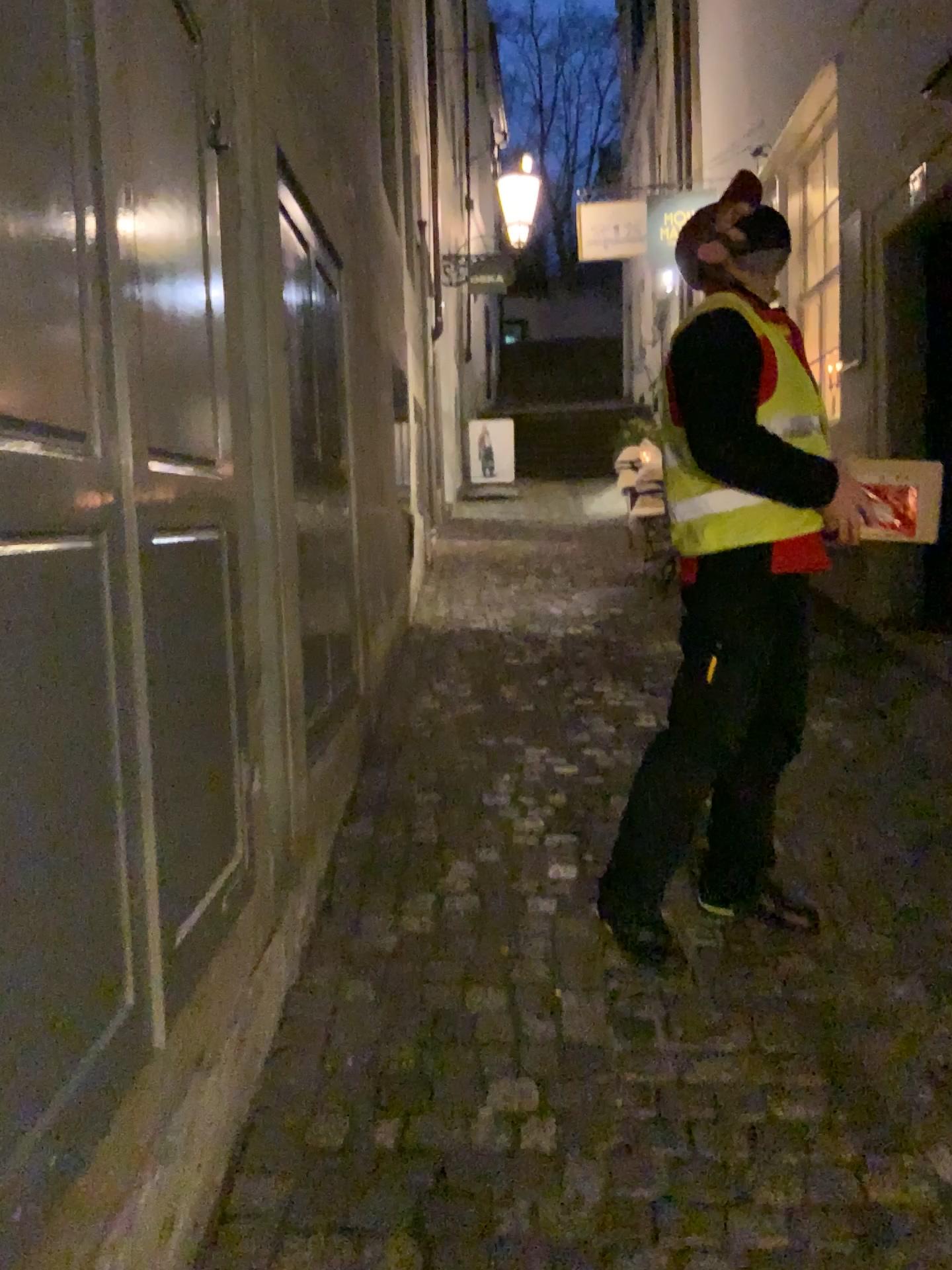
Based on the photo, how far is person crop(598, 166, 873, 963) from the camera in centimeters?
223cm

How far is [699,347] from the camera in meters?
2.2

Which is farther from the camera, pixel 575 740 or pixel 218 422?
pixel 575 740
